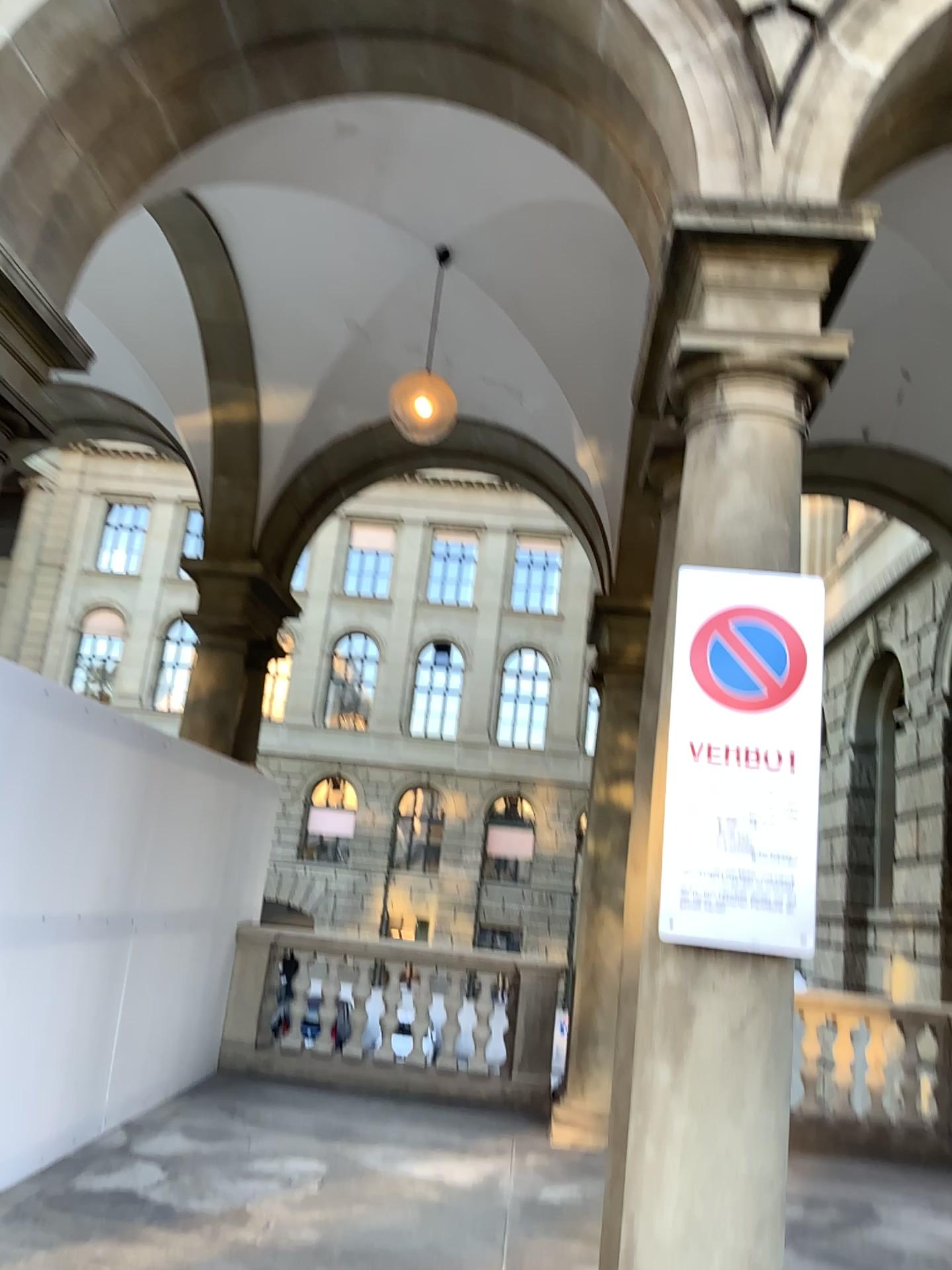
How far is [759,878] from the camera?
2.8 meters

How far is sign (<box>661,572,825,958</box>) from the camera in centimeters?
276cm

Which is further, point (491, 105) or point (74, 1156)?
point (74, 1156)
